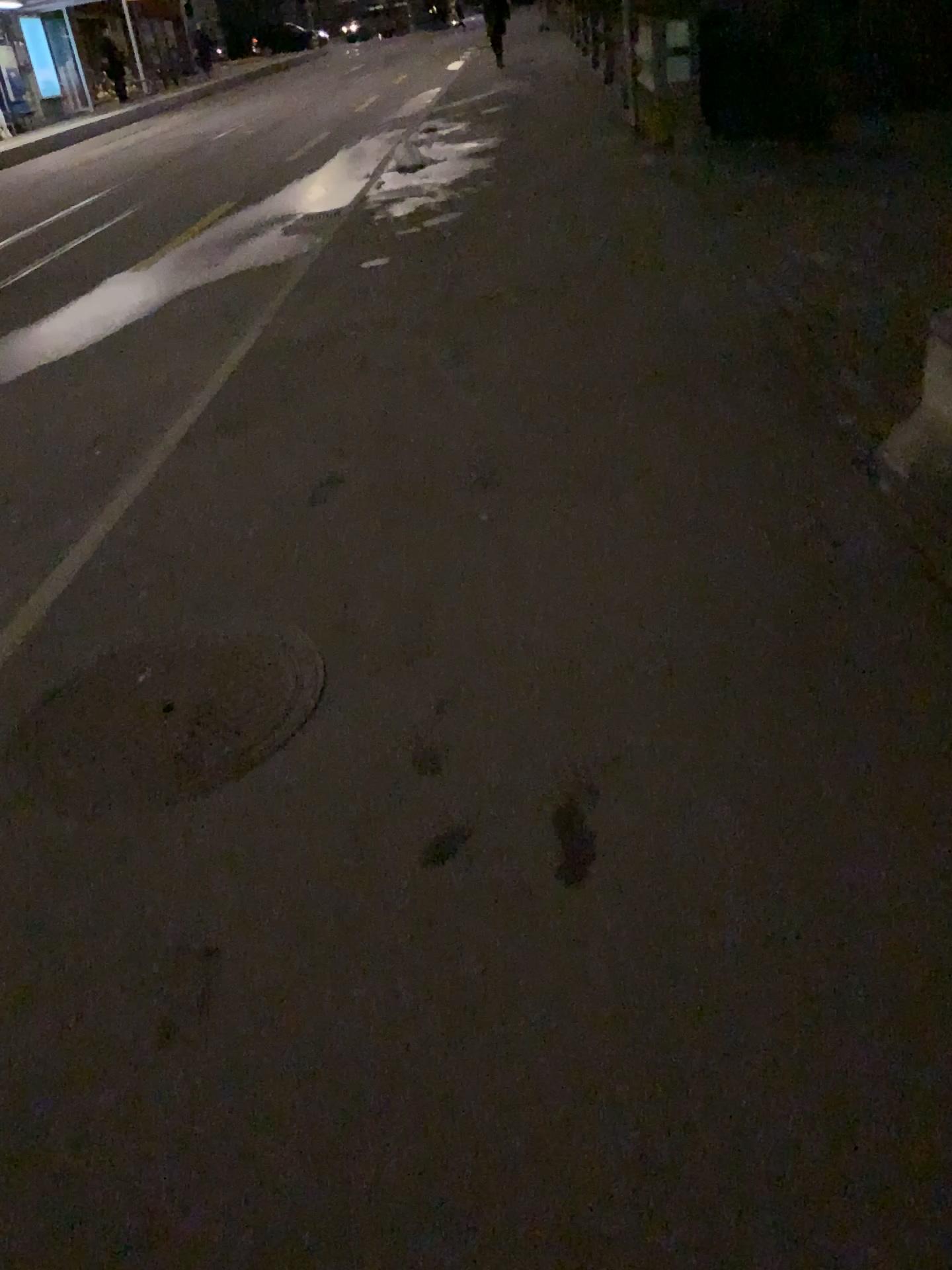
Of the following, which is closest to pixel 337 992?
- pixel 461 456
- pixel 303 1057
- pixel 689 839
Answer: pixel 303 1057
